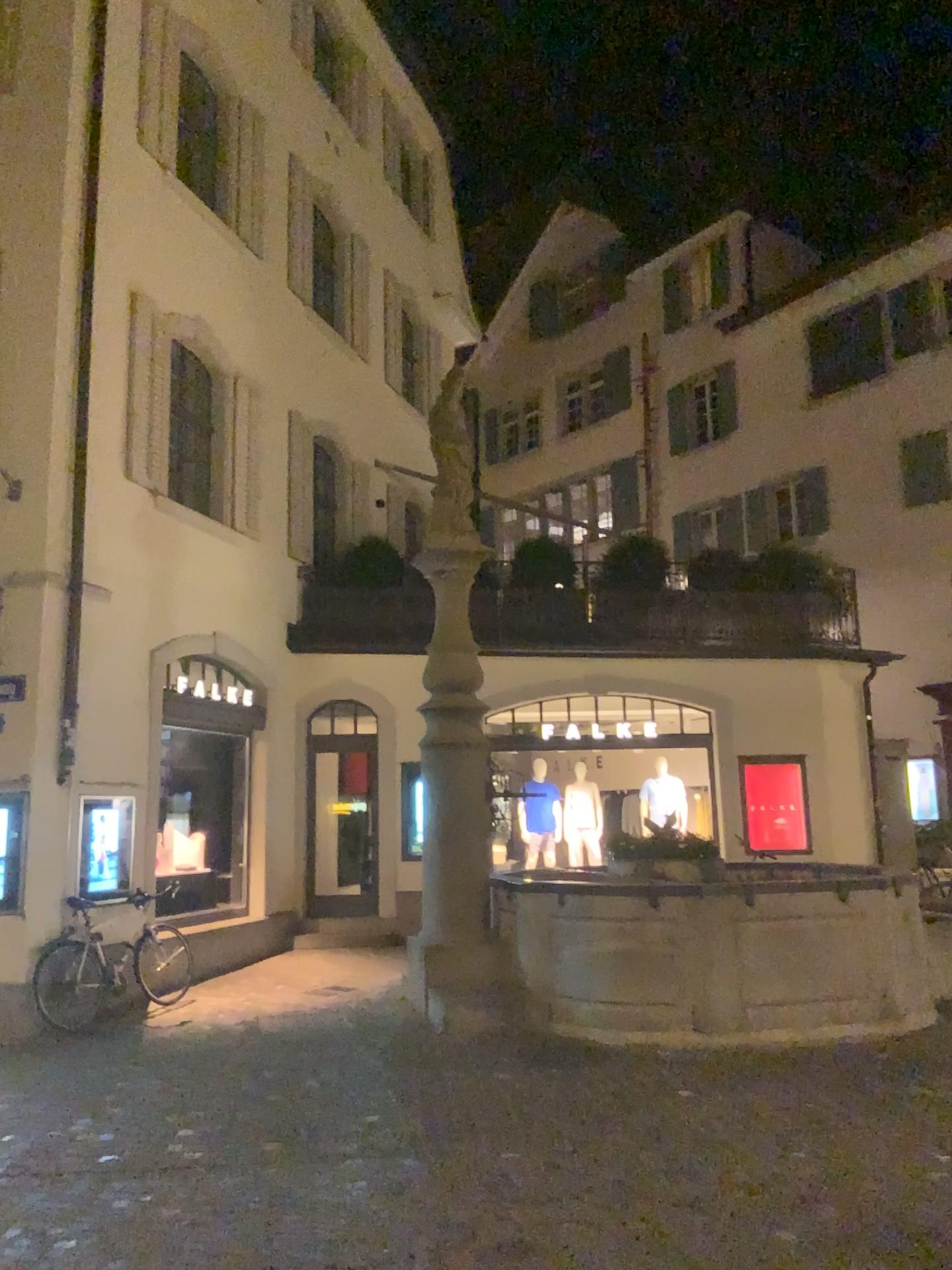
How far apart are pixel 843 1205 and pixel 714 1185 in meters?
0.6 m
